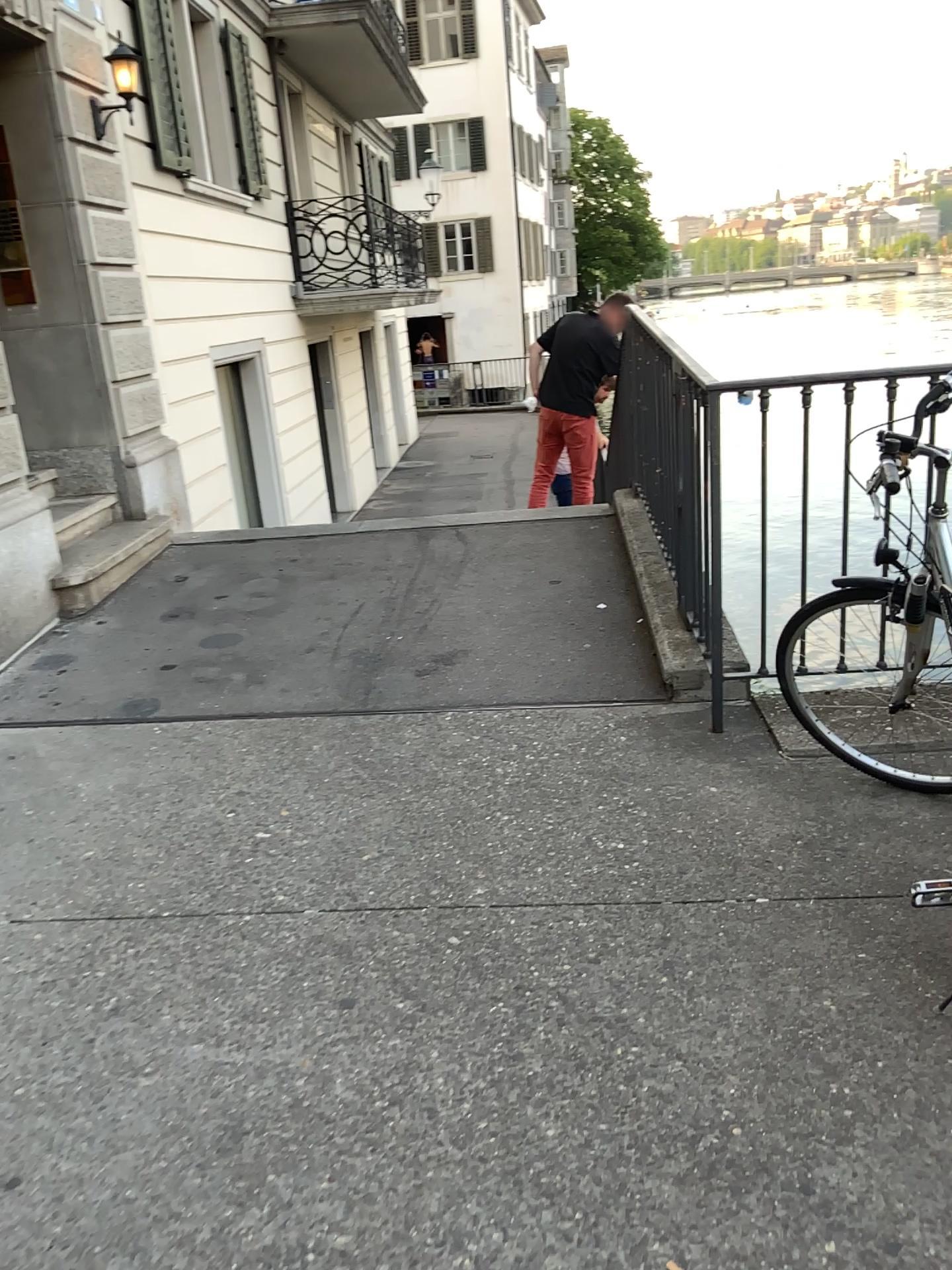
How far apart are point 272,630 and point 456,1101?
3.0m
